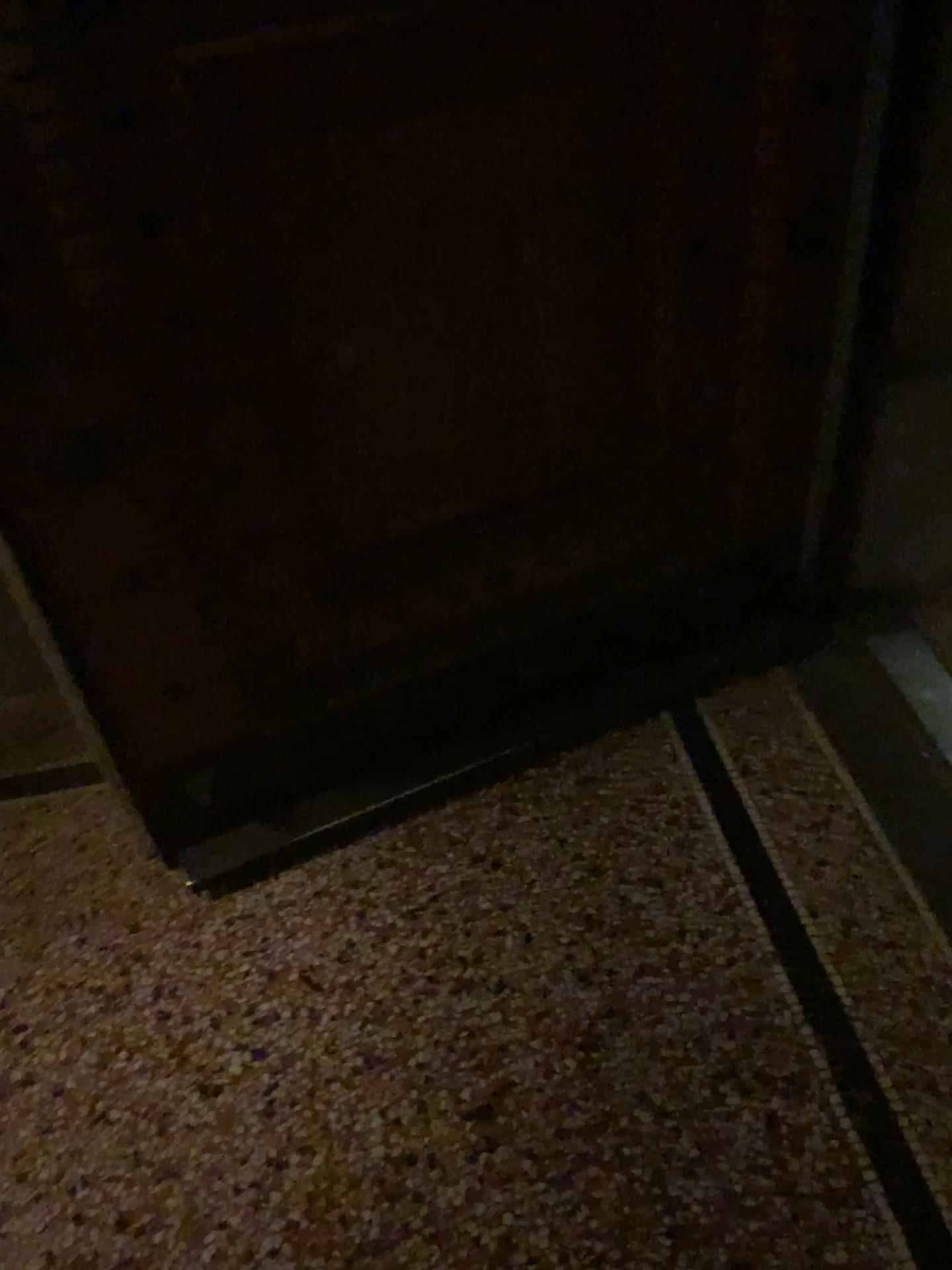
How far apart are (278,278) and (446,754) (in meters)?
0.86
